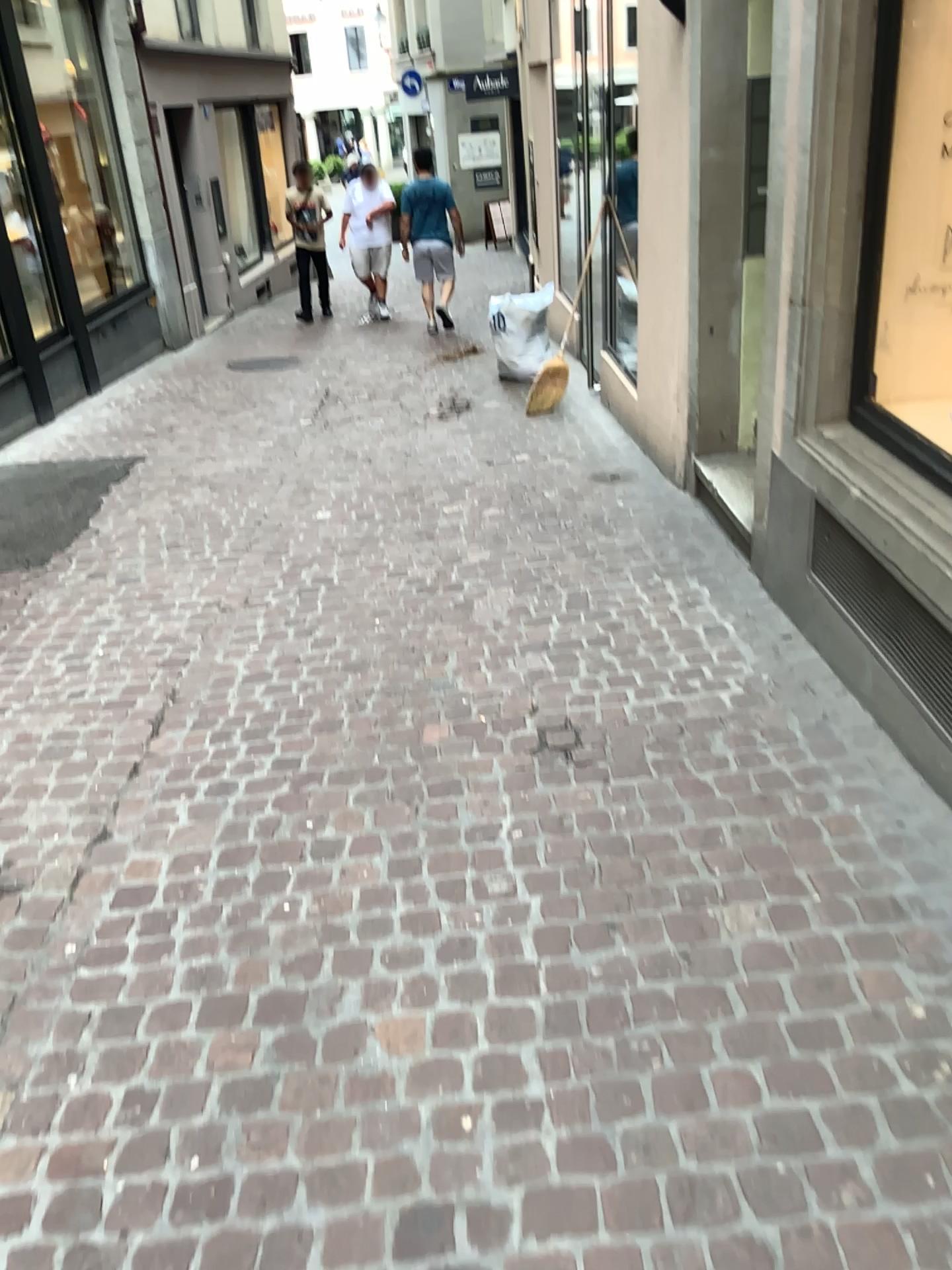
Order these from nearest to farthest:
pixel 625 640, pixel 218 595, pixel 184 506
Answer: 1. pixel 625 640
2. pixel 218 595
3. pixel 184 506
